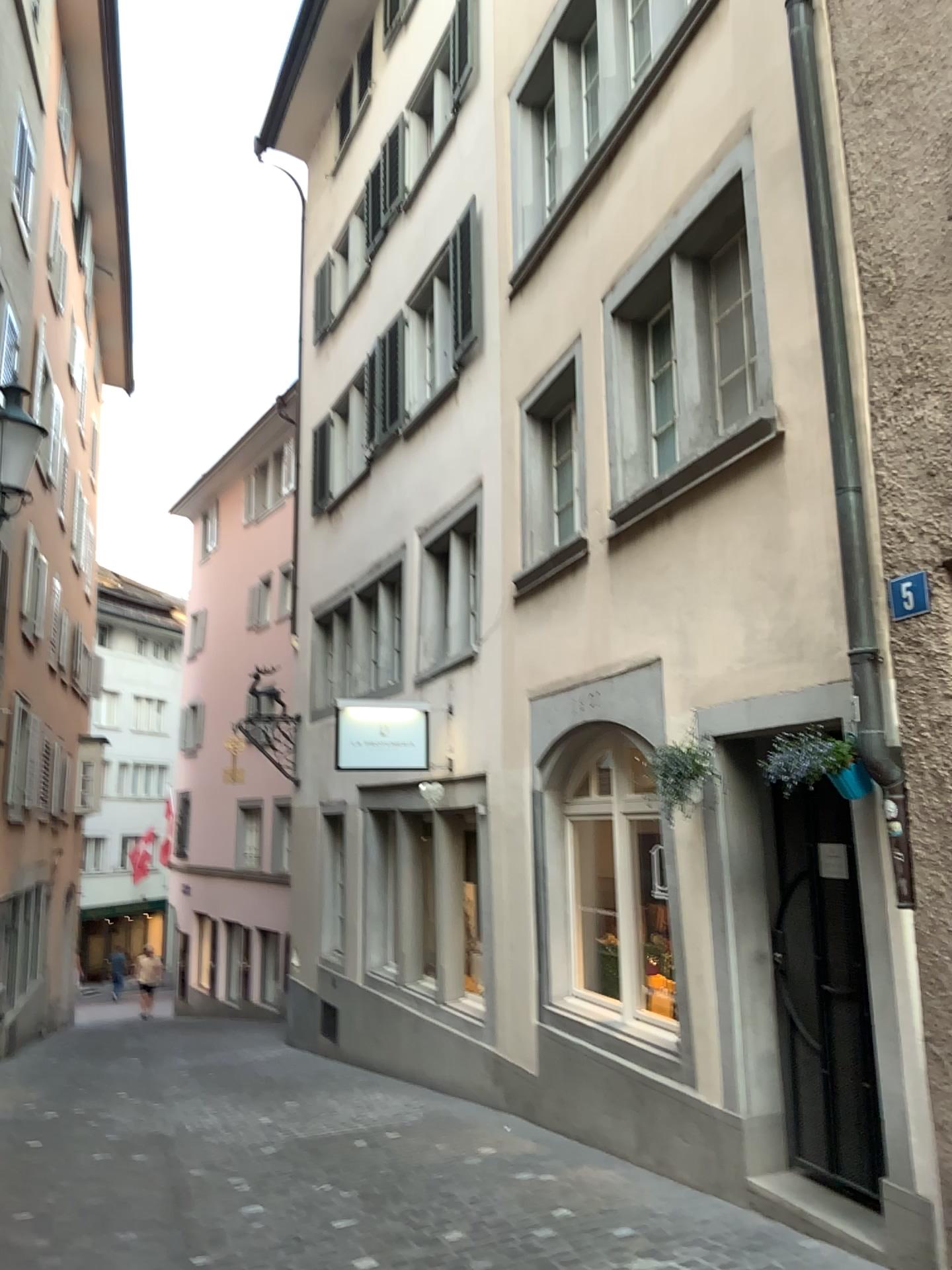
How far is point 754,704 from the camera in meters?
4.8 m
